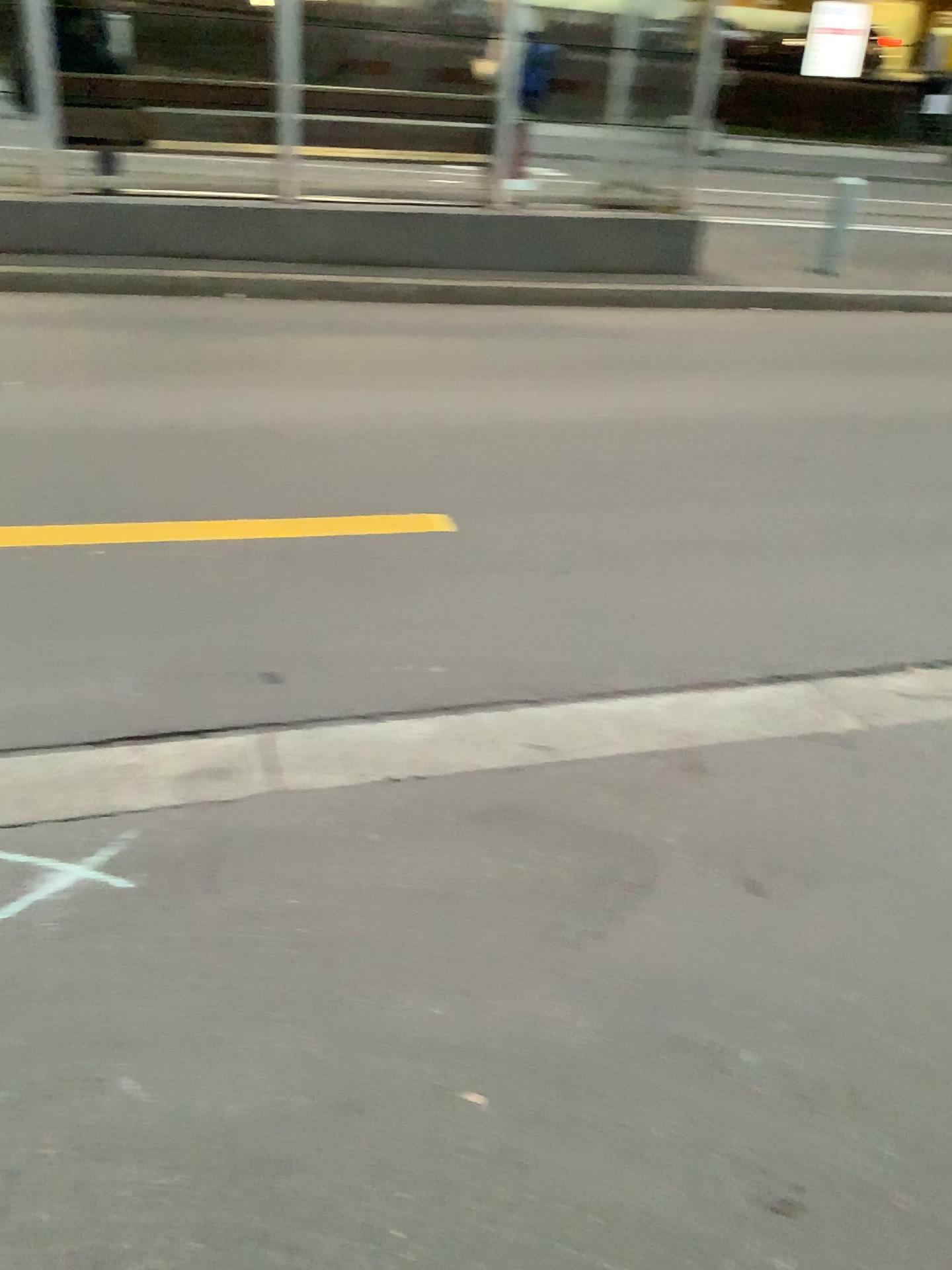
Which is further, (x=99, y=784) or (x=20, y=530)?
(x=20, y=530)

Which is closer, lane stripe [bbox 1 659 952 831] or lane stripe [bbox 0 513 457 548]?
lane stripe [bbox 1 659 952 831]

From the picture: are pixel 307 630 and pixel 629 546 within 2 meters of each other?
yes
